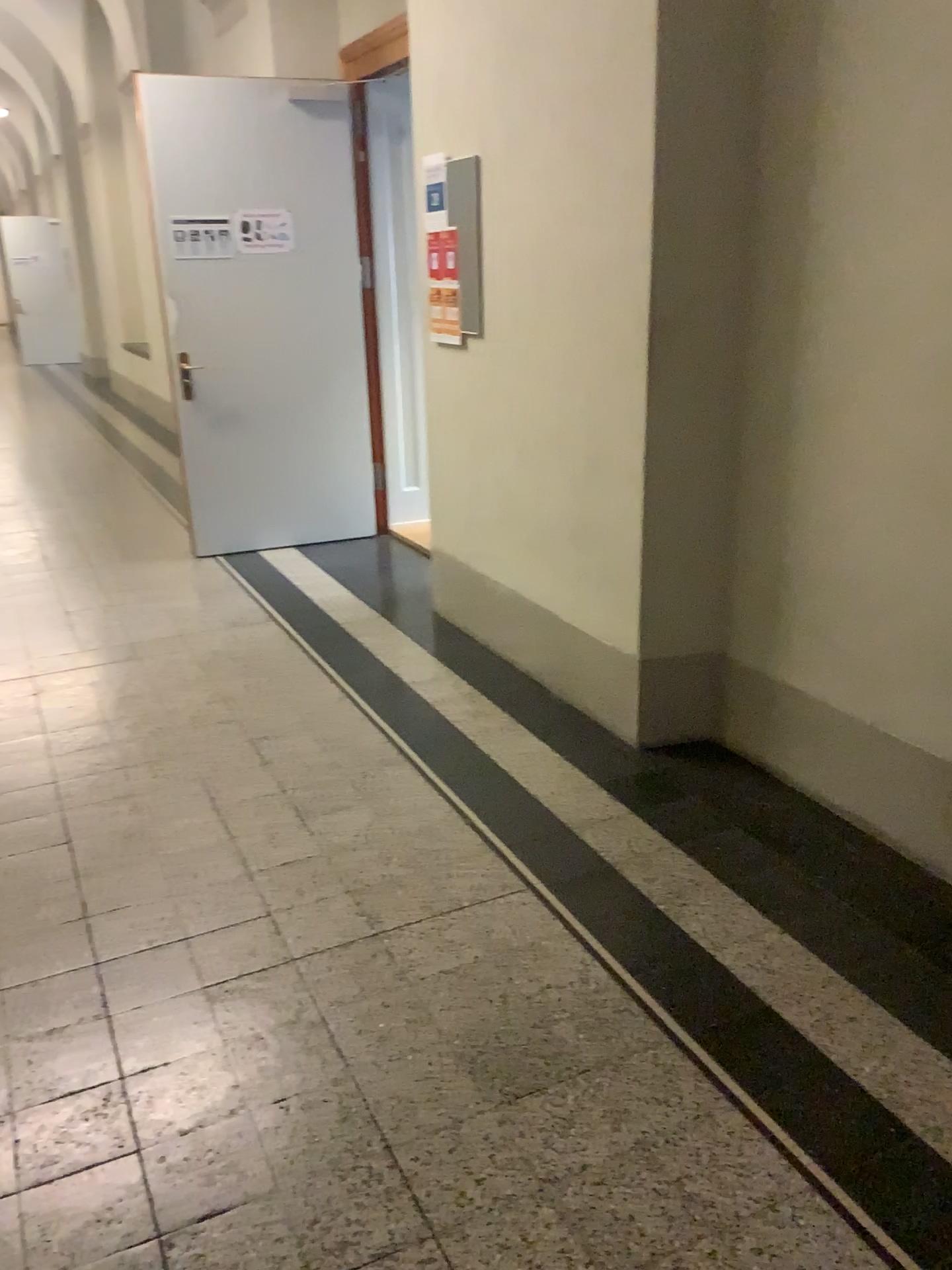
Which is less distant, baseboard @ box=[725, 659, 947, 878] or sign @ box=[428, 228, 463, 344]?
baseboard @ box=[725, 659, 947, 878]

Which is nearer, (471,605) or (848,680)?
(848,680)

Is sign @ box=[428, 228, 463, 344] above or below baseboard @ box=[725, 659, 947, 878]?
above

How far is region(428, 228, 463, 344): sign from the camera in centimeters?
402cm

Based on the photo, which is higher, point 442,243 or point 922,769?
point 442,243

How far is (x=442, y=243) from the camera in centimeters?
402cm

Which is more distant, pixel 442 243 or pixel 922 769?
pixel 442 243
